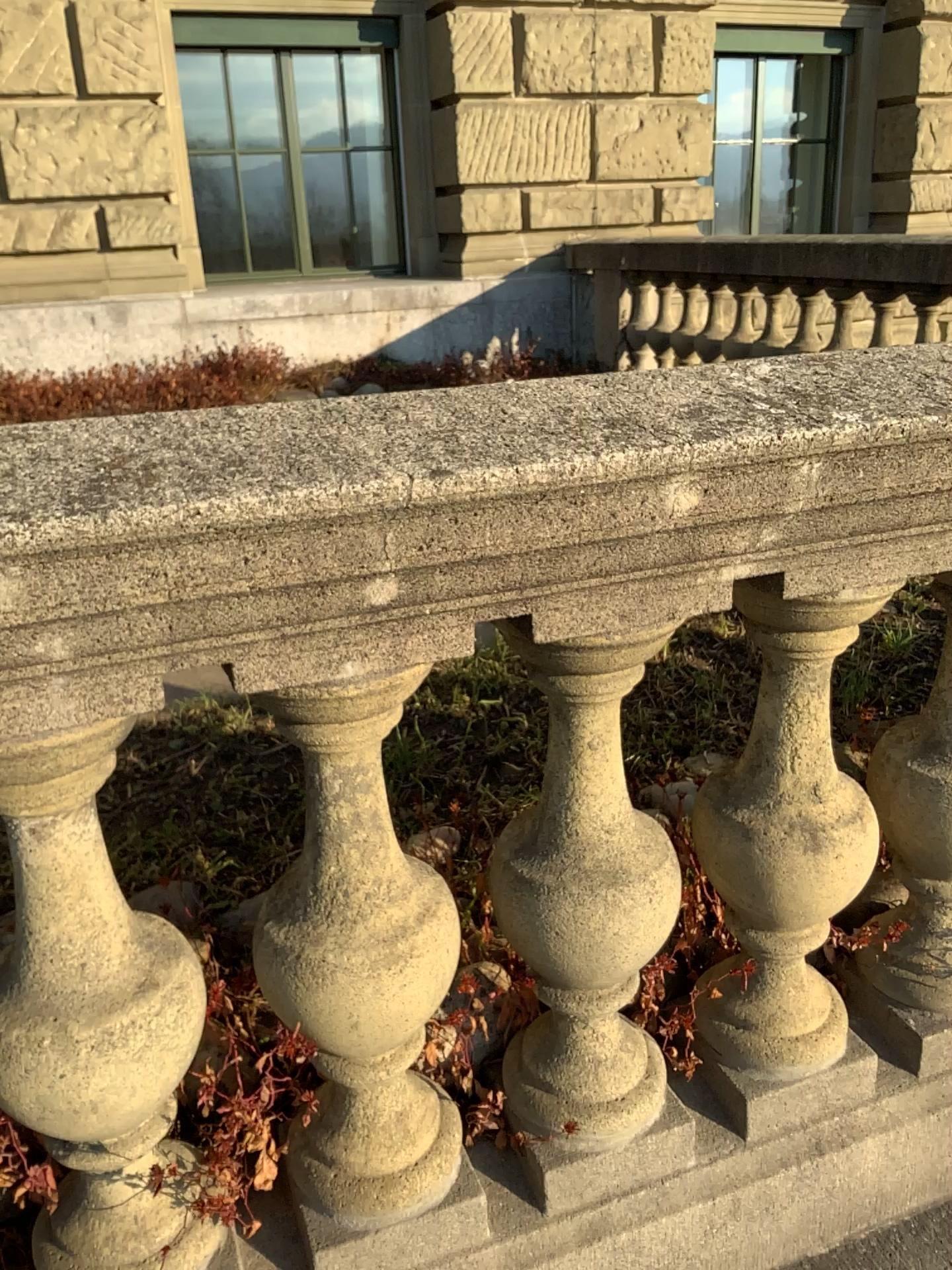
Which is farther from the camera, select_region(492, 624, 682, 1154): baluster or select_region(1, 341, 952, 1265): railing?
select_region(492, 624, 682, 1154): baluster

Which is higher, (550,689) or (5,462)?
(5,462)

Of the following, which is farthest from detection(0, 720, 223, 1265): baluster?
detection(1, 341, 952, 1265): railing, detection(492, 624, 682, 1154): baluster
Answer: detection(492, 624, 682, 1154): baluster

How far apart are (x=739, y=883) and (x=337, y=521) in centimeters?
69cm

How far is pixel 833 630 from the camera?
1.1 meters

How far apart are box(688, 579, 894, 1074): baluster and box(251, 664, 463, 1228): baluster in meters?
0.3 m

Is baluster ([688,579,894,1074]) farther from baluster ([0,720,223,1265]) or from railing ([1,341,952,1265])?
baluster ([0,720,223,1265])

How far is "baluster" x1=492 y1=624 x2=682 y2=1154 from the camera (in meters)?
1.05

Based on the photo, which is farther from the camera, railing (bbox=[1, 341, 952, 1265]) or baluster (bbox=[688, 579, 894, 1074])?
baluster (bbox=[688, 579, 894, 1074])

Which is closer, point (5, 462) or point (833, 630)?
point (5, 462)
